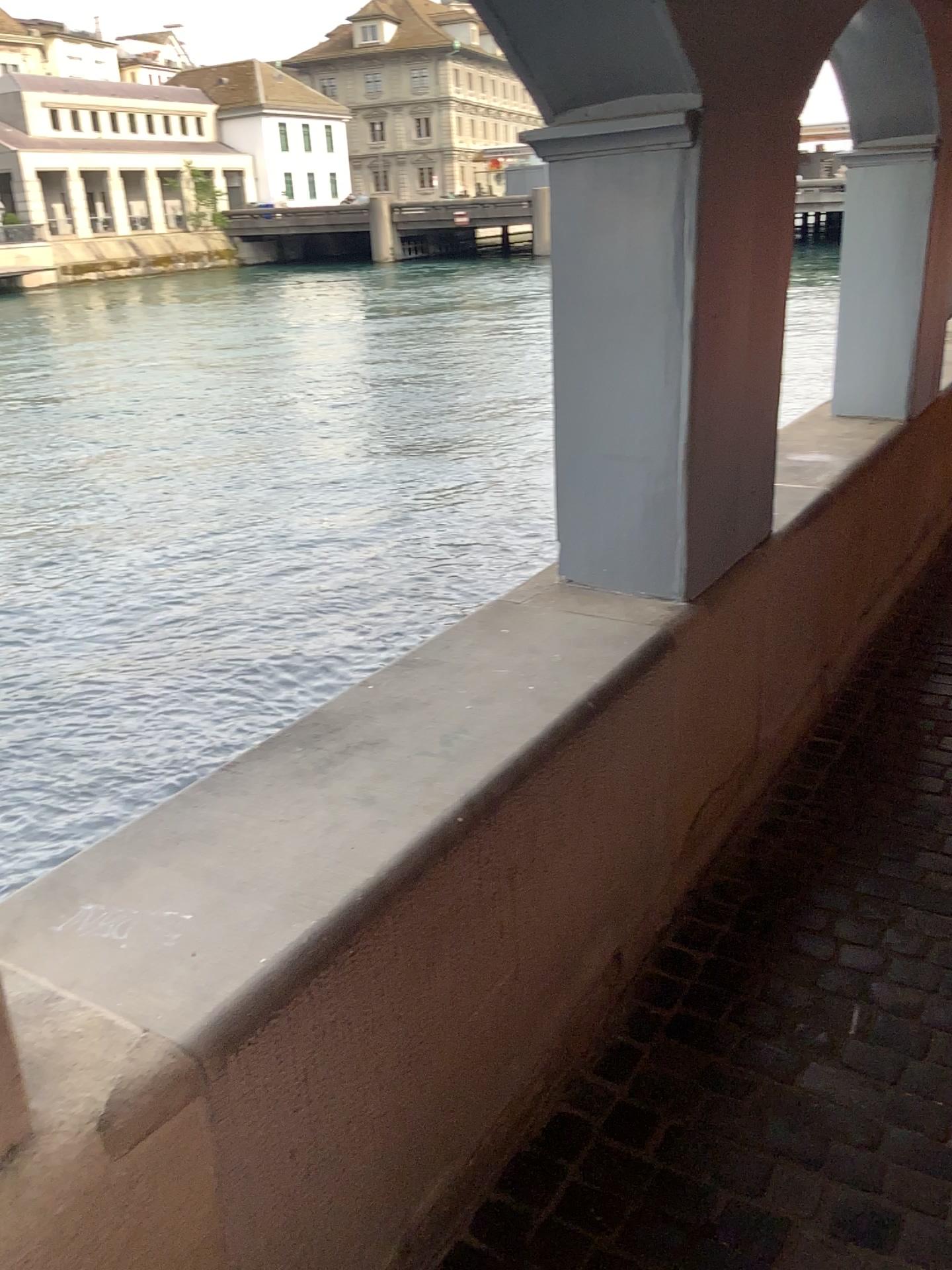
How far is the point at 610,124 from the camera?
2.02m

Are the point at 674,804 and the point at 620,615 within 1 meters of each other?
yes

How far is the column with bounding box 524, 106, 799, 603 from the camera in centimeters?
202cm
